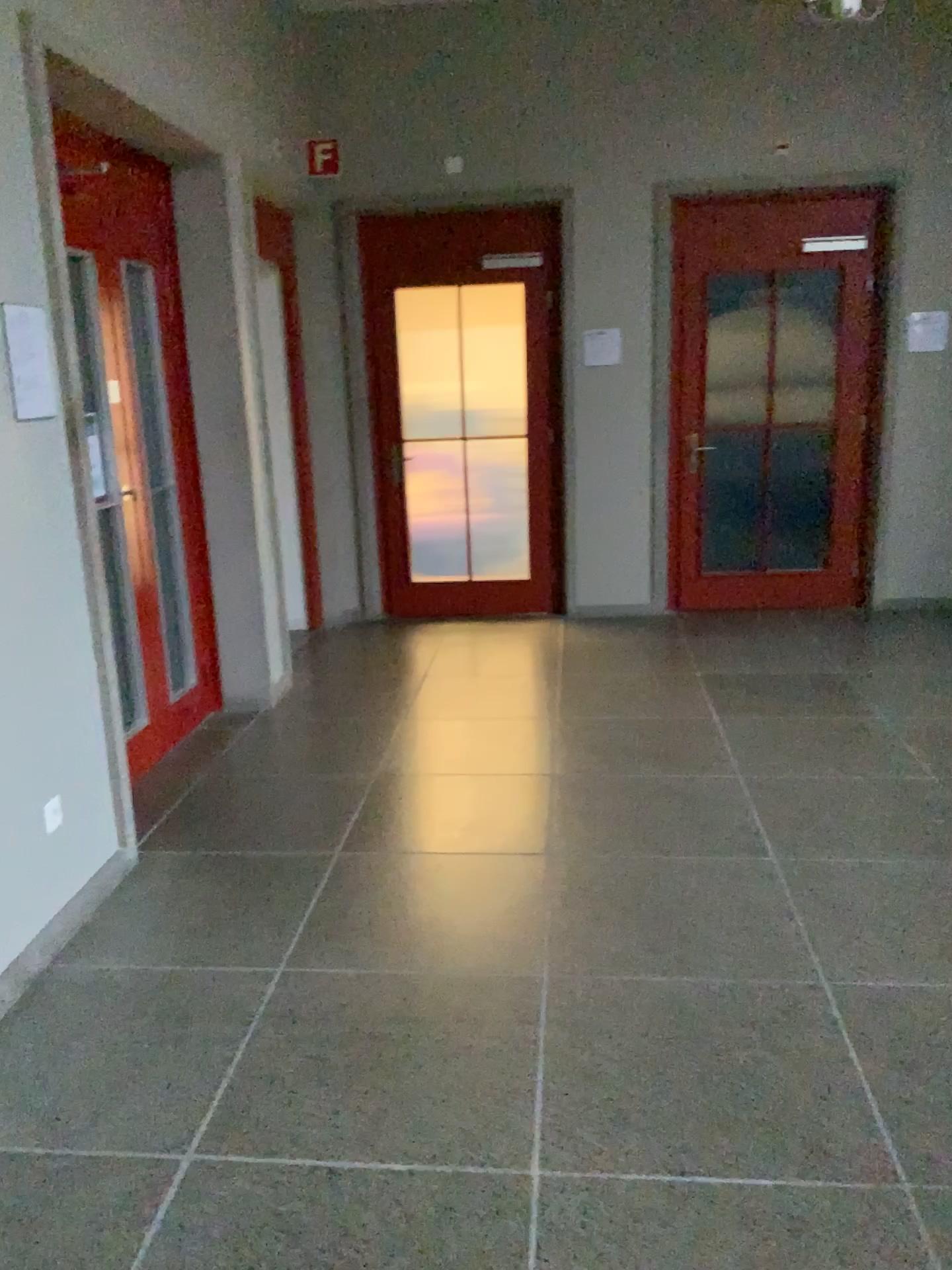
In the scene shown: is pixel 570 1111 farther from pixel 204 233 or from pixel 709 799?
pixel 204 233

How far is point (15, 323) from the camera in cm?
276

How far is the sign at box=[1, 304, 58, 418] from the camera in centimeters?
276cm
